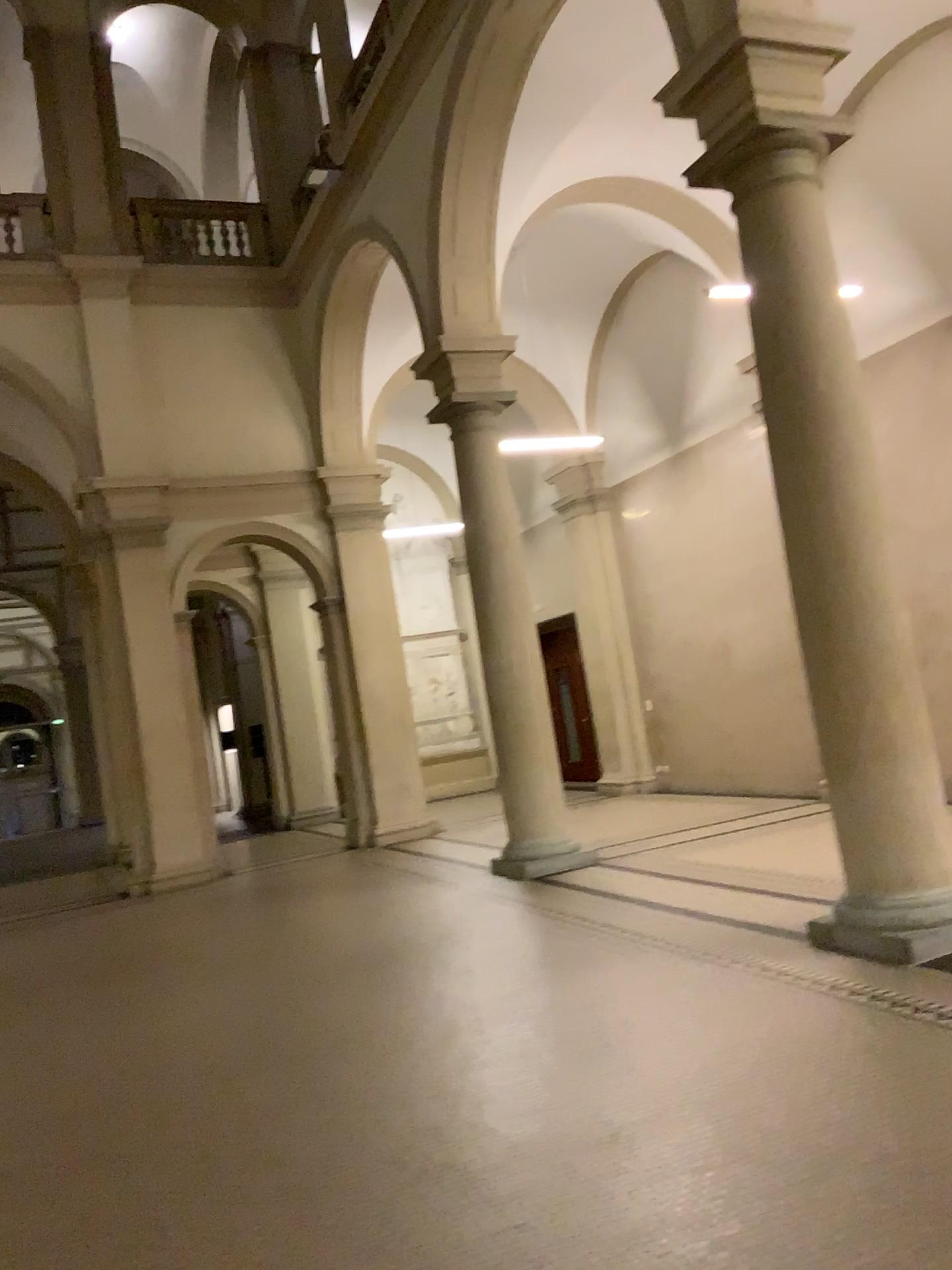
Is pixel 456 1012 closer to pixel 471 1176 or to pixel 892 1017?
pixel 471 1176
